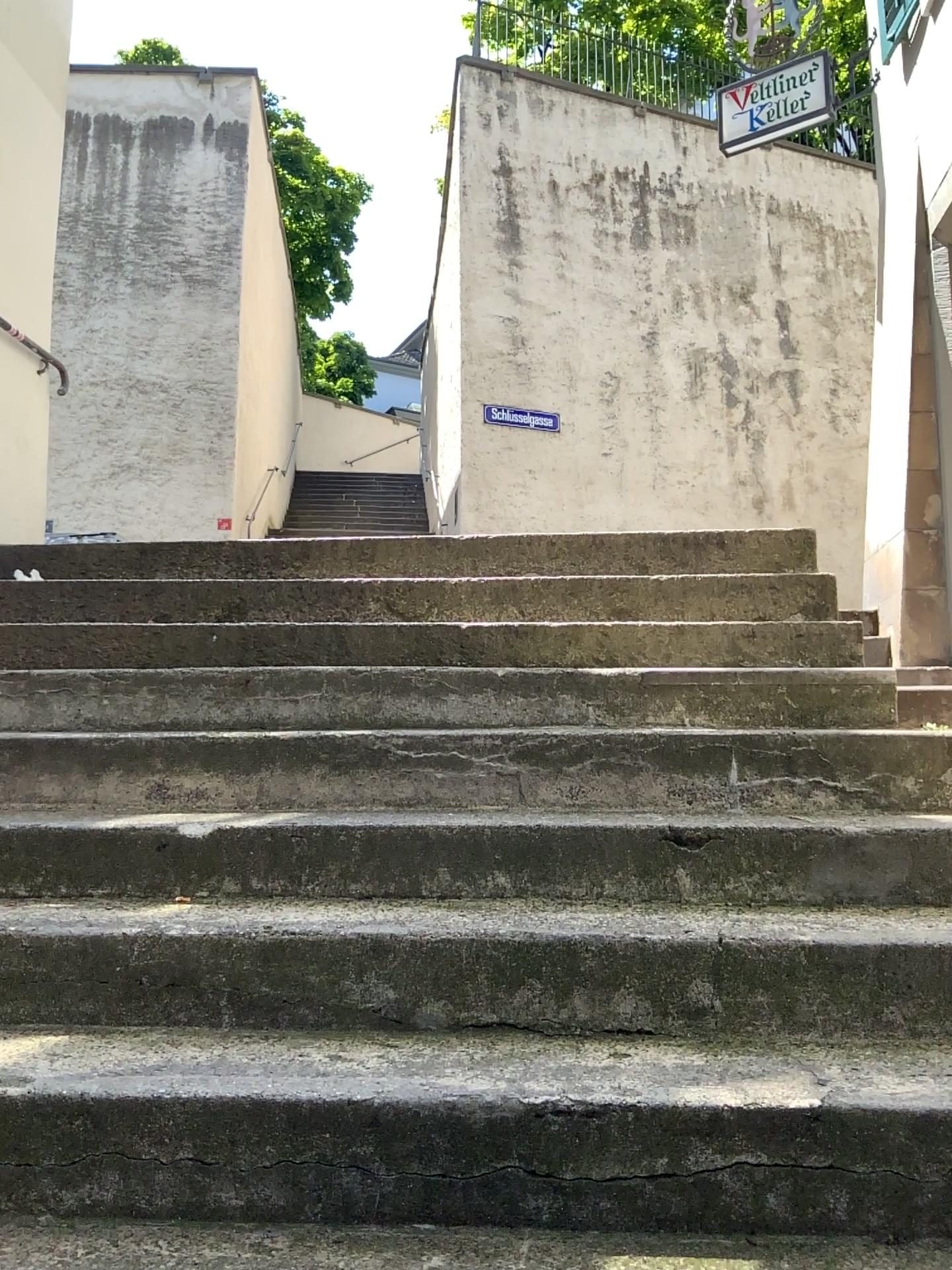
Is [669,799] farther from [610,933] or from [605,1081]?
[605,1081]
